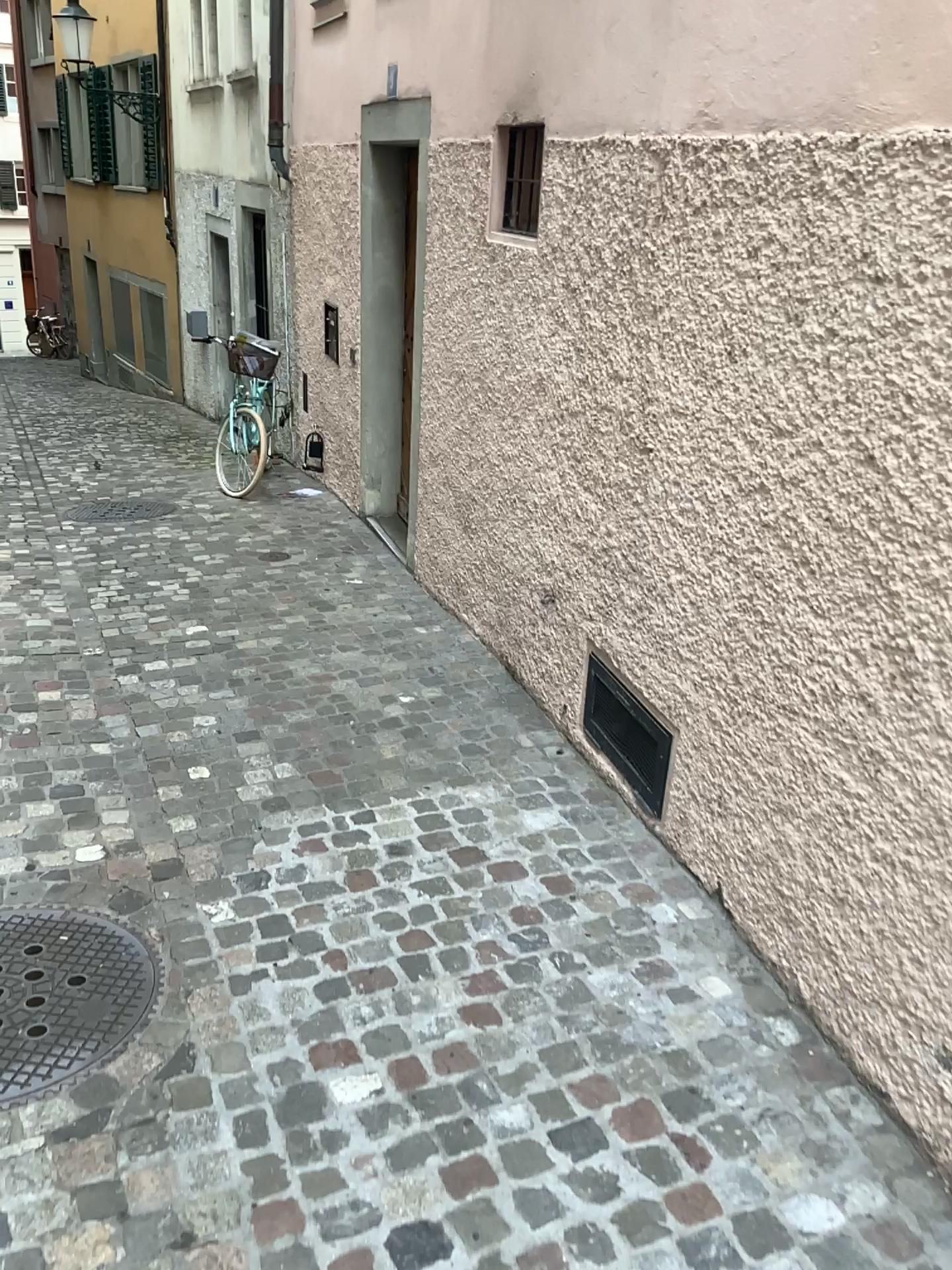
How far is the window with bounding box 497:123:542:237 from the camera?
3.7 meters

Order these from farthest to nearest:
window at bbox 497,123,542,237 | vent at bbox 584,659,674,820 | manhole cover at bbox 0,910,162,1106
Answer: window at bbox 497,123,542,237 → vent at bbox 584,659,674,820 → manhole cover at bbox 0,910,162,1106

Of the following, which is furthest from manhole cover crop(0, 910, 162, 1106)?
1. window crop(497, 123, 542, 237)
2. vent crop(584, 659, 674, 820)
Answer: window crop(497, 123, 542, 237)

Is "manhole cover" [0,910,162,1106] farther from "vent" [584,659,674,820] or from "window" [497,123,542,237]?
"window" [497,123,542,237]

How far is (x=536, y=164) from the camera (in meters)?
3.66

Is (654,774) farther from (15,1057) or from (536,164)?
(536,164)

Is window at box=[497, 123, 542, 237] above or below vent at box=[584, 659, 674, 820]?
above

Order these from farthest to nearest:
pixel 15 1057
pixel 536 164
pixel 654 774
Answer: pixel 536 164 < pixel 654 774 < pixel 15 1057

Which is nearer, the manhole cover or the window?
the manhole cover

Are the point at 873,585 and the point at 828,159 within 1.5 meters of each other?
yes
